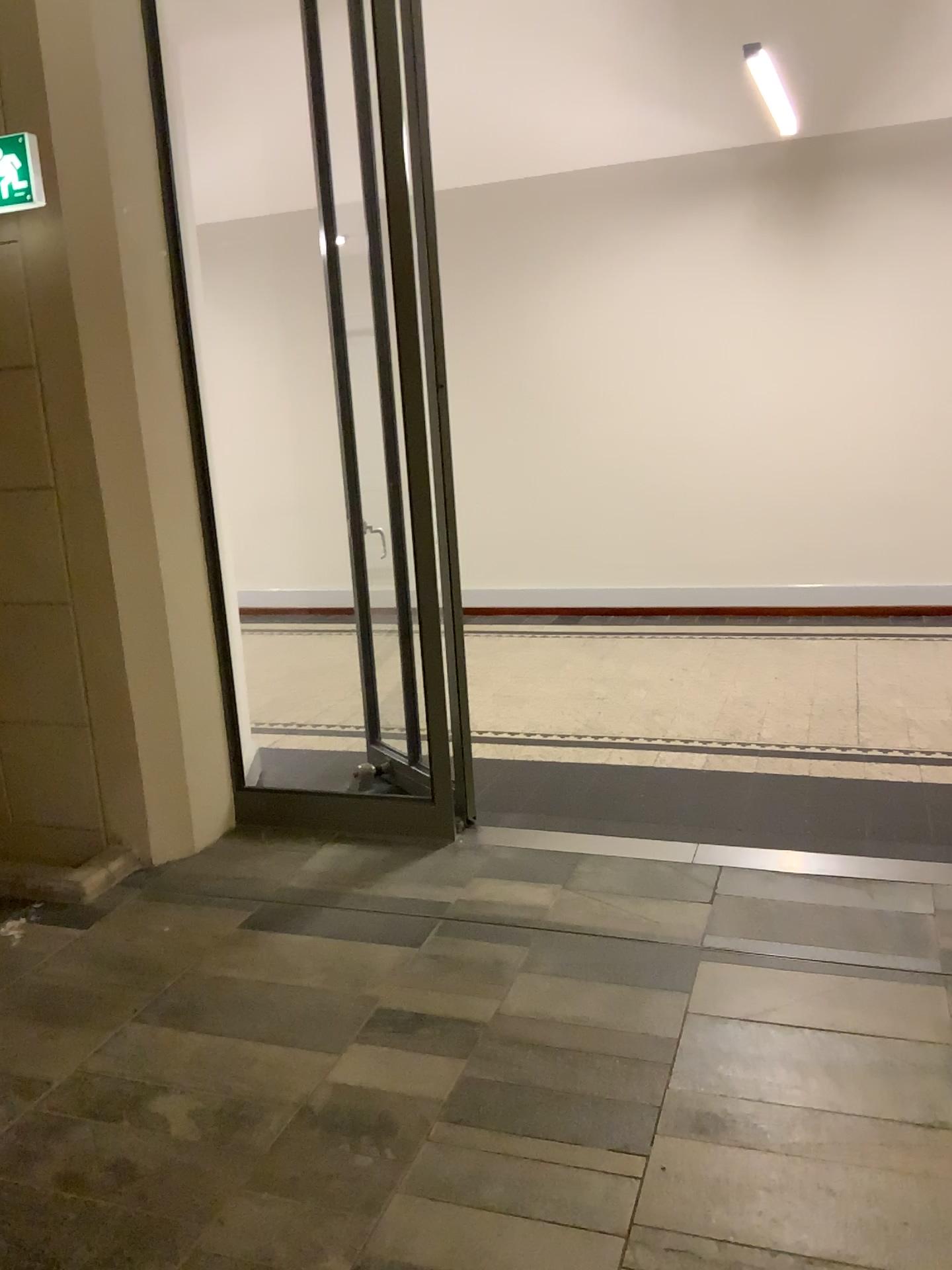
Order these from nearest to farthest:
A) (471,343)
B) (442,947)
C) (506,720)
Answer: (442,947), (506,720), (471,343)
